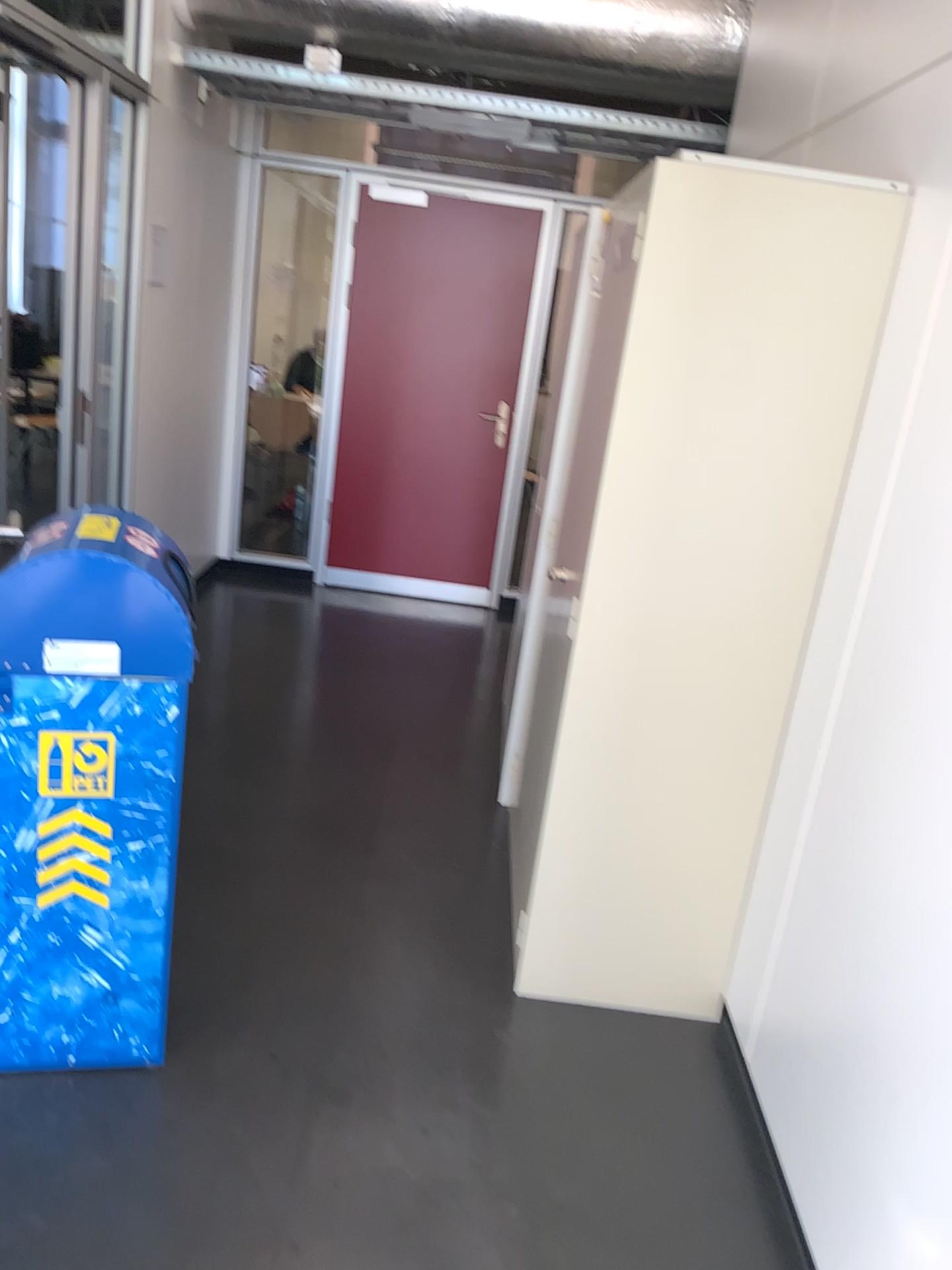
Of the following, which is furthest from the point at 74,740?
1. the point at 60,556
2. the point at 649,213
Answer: the point at 649,213

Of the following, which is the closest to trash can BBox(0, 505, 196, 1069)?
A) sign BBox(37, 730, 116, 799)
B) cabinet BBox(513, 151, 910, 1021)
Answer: sign BBox(37, 730, 116, 799)

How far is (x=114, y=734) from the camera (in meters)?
1.94

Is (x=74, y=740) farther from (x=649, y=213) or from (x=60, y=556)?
(x=649, y=213)

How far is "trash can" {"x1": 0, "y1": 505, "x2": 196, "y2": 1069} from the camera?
1.9 meters

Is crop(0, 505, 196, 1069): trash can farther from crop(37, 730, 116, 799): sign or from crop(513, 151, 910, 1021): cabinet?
crop(513, 151, 910, 1021): cabinet

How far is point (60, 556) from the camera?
1.87m

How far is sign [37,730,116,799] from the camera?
1.93m
